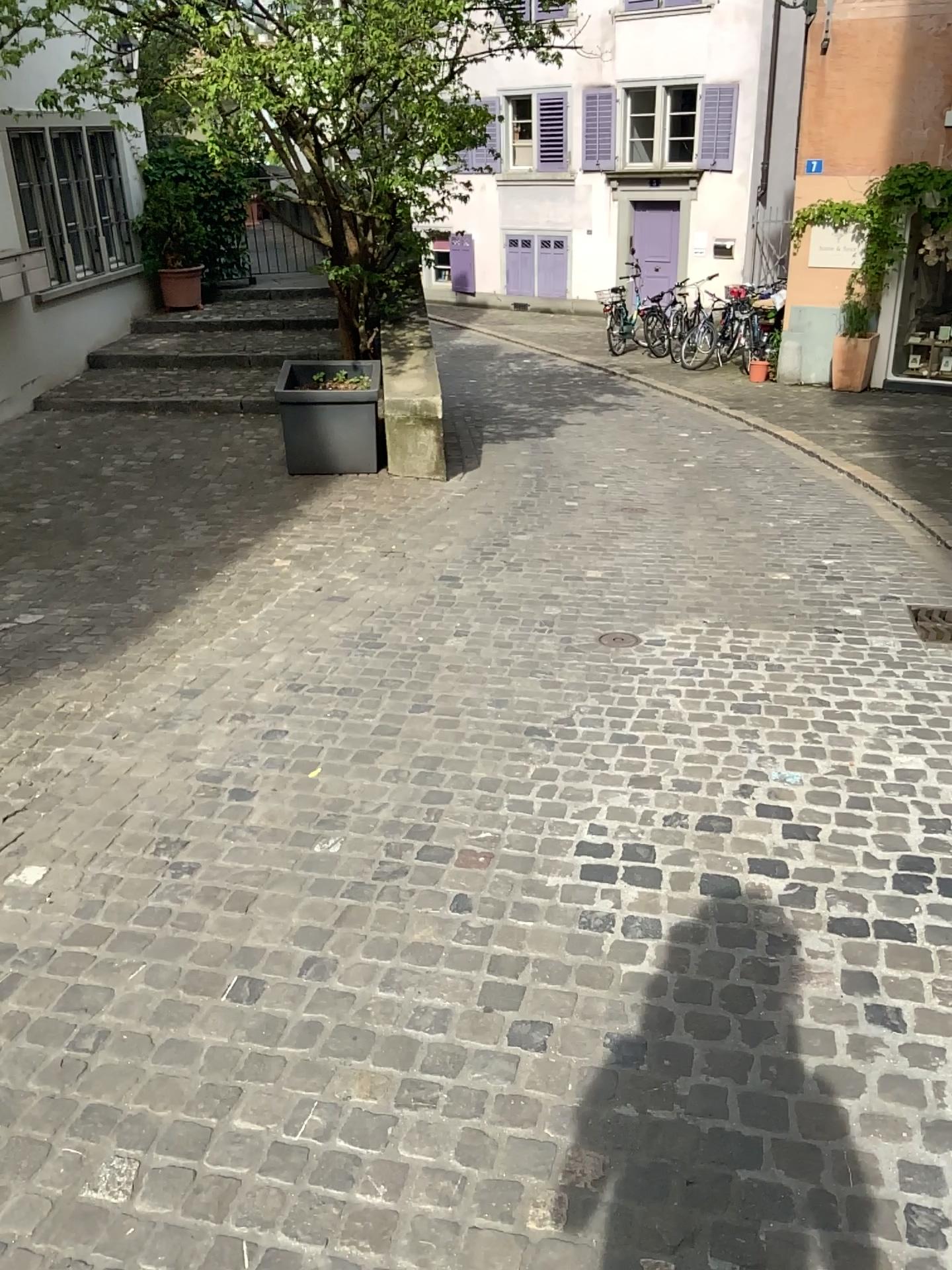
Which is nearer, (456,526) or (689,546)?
(689,546)
